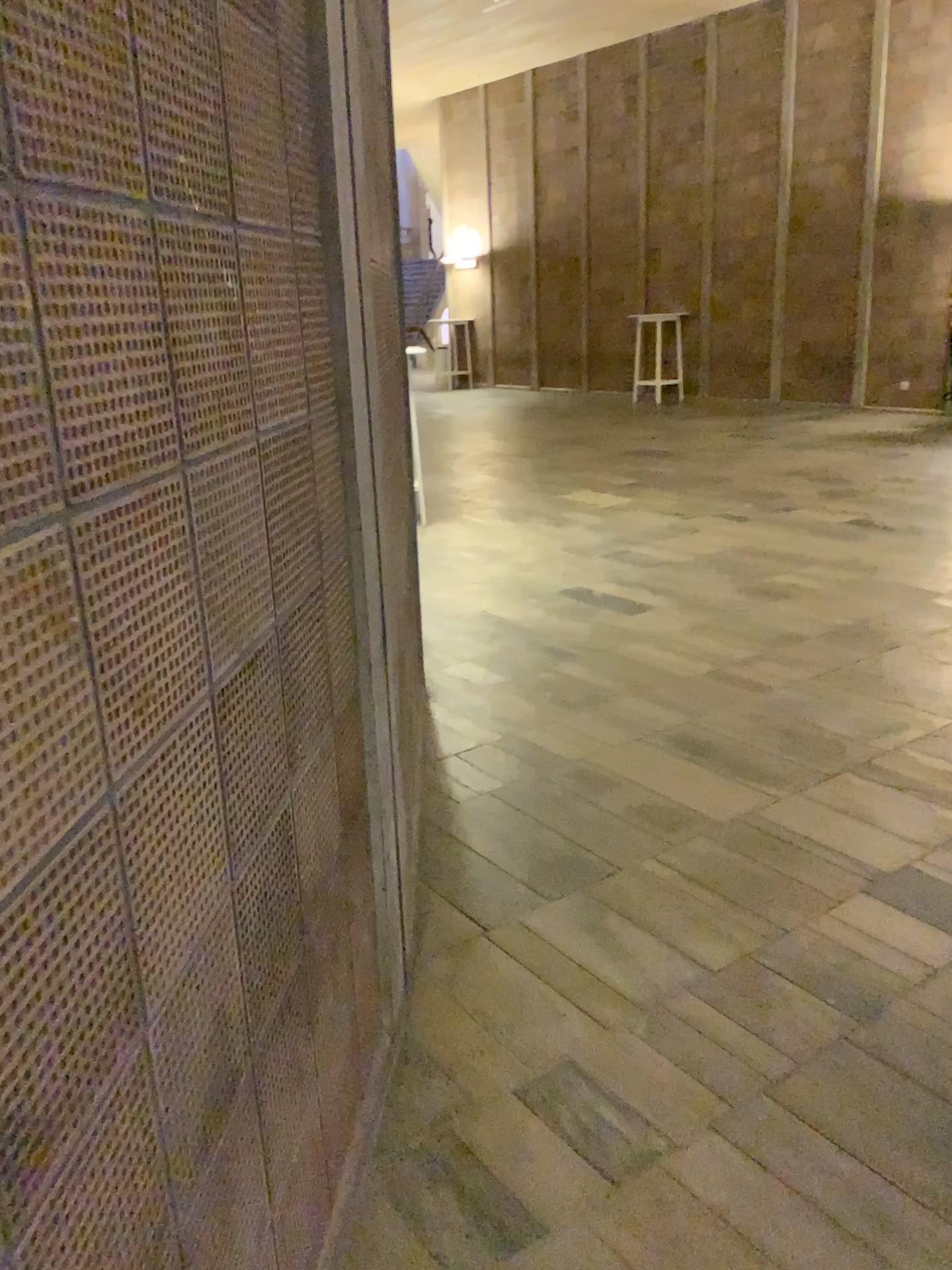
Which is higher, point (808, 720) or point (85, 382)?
point (85, 382)
